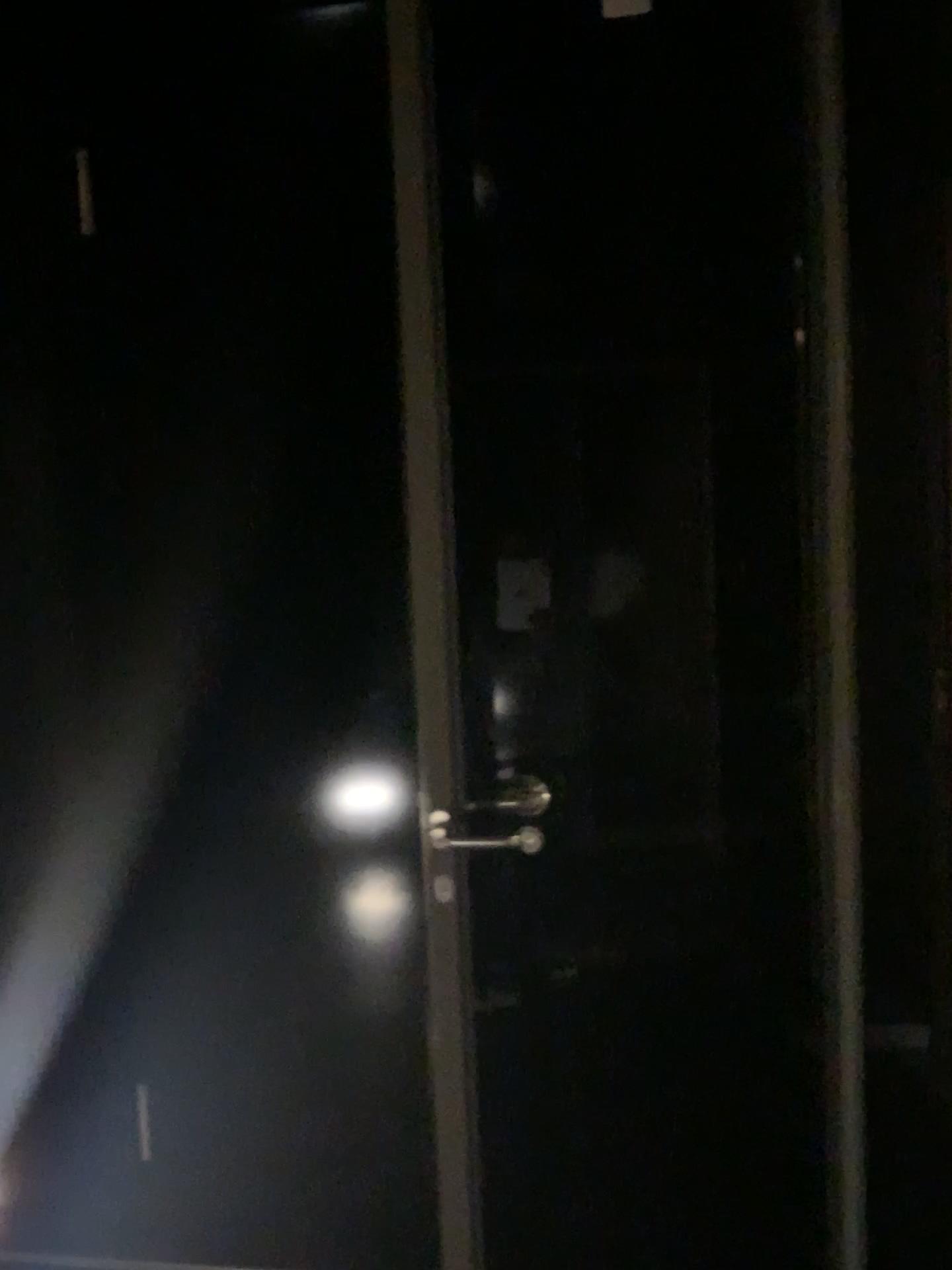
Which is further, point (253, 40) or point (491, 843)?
point (253, 40)

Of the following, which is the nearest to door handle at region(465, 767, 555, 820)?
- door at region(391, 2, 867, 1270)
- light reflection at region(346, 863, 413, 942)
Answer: door at region(391, 2, 867, 1270)

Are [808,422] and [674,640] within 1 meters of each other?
yes

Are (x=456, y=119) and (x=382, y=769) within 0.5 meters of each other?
no

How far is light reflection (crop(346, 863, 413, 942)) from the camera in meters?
2.1 m

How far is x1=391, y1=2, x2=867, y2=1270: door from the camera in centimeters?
183cm

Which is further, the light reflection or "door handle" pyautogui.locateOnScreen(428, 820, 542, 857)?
the light reflection

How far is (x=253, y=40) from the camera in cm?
203

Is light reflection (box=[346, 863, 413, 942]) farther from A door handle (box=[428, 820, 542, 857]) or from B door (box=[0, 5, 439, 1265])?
A door handle (box=[428, 820, 542, 857])

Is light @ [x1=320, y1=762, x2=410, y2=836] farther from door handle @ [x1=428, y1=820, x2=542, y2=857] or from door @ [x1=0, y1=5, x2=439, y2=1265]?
door handle @ [x1=428, y1=820, x2=542, y2=857]
